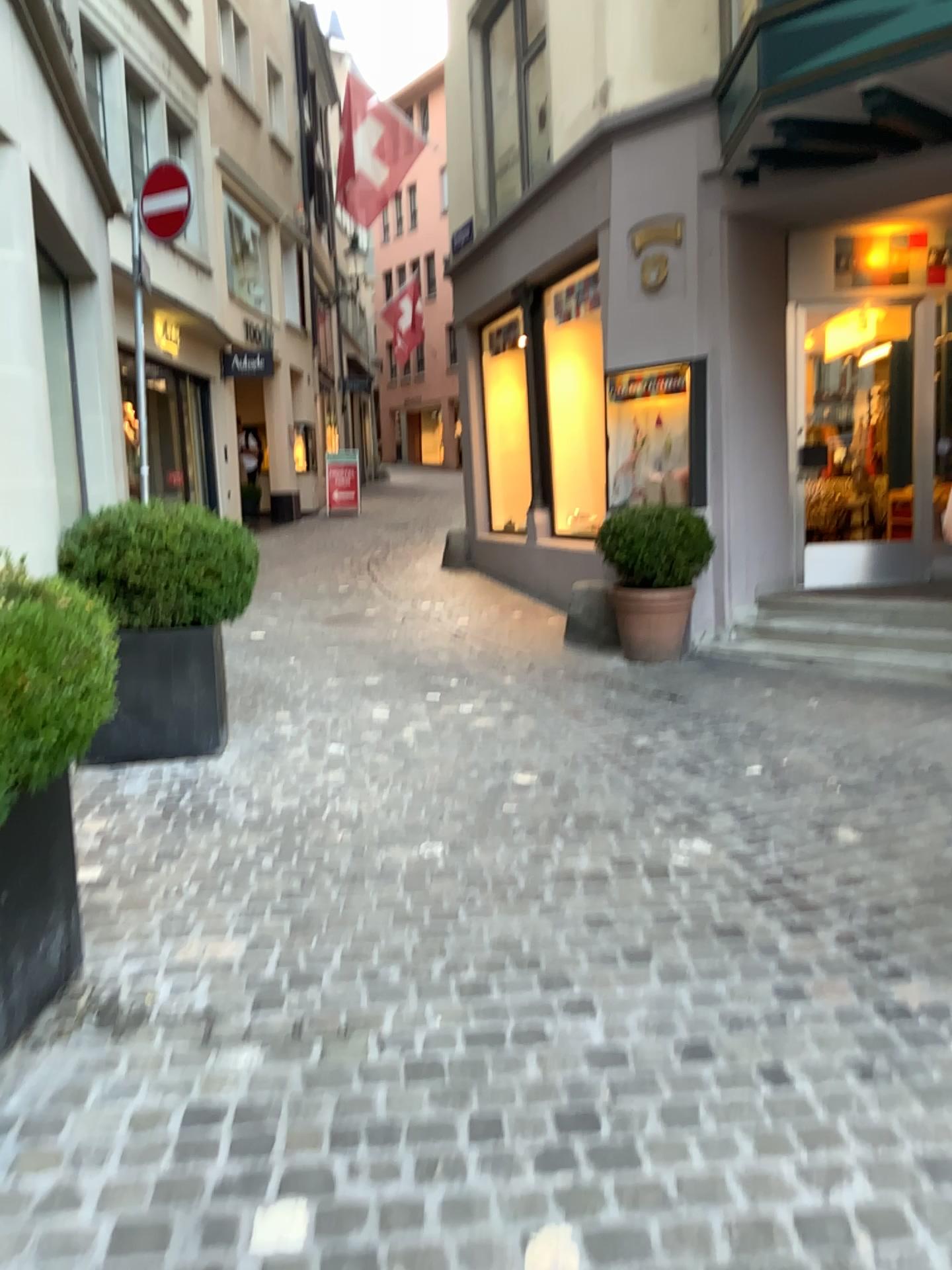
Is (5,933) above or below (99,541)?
below

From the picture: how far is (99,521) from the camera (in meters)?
4.59

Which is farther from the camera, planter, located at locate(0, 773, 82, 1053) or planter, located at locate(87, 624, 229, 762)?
planter, located at locate(87, 624, 229, 762)

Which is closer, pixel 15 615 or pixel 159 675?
pixel 15 615

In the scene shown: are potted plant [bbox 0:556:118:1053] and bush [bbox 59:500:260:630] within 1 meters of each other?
no

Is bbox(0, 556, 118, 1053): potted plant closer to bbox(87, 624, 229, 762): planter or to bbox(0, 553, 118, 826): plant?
bbox(0, 553, 118, 826): plant

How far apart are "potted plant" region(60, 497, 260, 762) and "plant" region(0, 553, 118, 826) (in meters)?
2.11

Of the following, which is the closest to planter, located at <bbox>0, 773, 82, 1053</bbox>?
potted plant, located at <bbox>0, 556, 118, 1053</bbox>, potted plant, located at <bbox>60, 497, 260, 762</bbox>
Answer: potted plant, located at <bbox>0, 556, 118, 1053</bbox>

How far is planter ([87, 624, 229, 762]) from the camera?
4.7m

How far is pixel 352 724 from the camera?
5.1 meters
